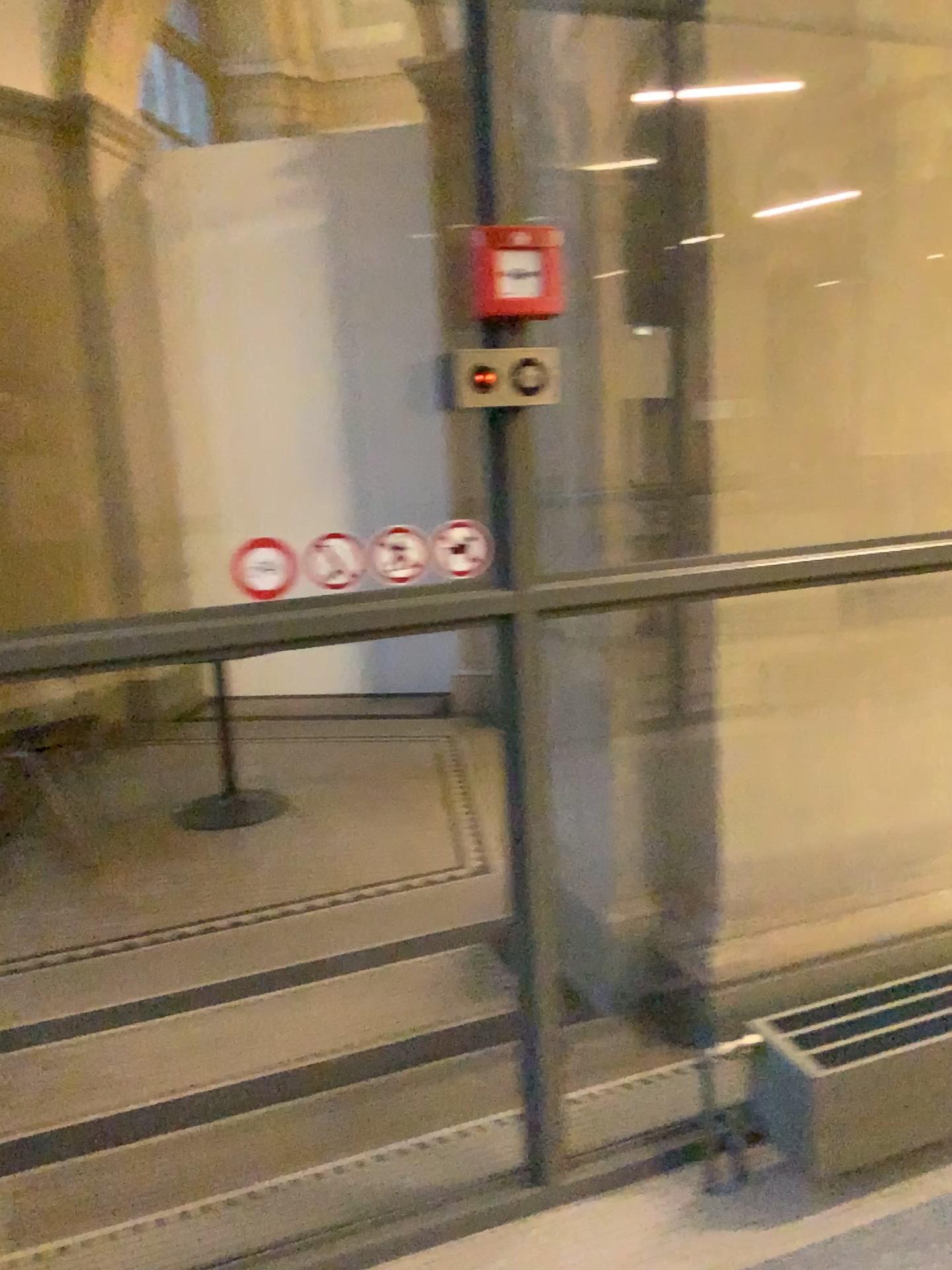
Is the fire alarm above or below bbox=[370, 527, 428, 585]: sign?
above

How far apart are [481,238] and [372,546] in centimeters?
52cm

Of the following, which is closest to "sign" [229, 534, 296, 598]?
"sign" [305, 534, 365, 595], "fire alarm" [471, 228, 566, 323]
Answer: "sign" [305, 534, 365, 595]

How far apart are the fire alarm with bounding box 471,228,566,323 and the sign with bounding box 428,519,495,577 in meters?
0.3 m

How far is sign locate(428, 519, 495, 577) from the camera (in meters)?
1.75

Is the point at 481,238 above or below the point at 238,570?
above

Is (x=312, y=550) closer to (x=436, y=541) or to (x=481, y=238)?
(x=436, y=541)

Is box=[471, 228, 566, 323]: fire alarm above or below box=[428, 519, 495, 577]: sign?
above

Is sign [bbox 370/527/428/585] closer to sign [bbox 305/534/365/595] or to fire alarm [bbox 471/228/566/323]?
sign [bbox 305/534/365/595]

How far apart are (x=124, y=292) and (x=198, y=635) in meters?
0.5
